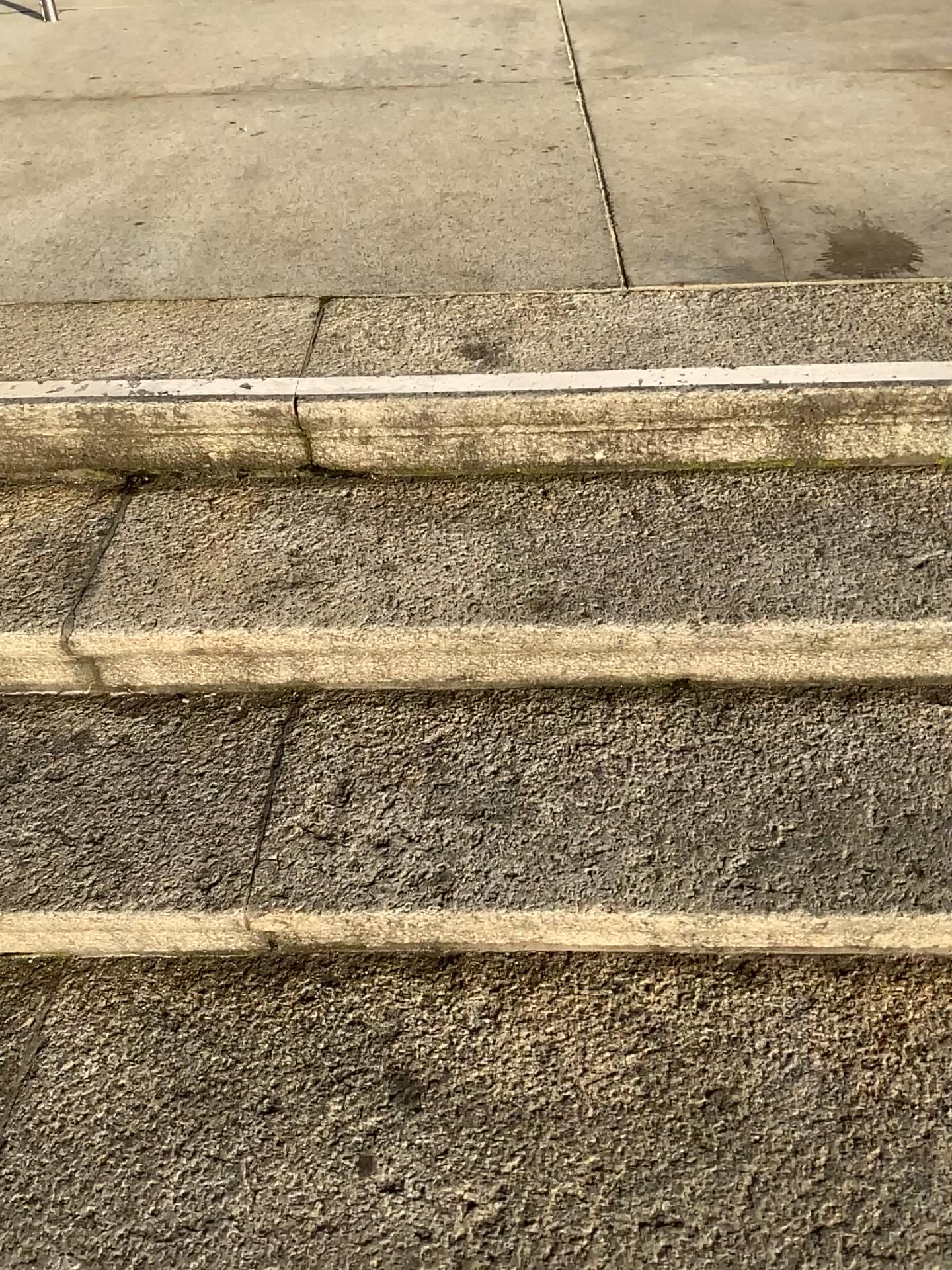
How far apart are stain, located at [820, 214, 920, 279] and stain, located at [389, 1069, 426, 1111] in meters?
1.4 m

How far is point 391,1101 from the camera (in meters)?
1.09

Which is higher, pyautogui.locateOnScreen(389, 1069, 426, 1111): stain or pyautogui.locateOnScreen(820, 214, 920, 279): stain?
pyautogui.locateOnScreen(820, 214, 920, 279): stain

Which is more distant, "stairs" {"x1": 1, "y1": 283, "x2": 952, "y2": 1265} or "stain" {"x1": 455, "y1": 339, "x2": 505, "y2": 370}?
"stain" {"x1": 455, "y1": 339, "x2": 505, "y2": 370}

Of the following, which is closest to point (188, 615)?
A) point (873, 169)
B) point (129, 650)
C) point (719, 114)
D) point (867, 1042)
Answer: point (129, 650)

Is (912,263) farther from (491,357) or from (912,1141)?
(912,1141)

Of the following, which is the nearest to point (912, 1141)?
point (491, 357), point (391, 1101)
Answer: point (391, 1101)

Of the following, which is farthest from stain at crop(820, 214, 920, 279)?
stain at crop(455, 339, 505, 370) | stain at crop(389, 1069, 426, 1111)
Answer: stain at crop(389, 1069, 426, 1111)

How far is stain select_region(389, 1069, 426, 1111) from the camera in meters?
1.1 m

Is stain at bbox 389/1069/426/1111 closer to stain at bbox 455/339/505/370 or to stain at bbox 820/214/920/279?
stain at bbox 455/339/505/370
